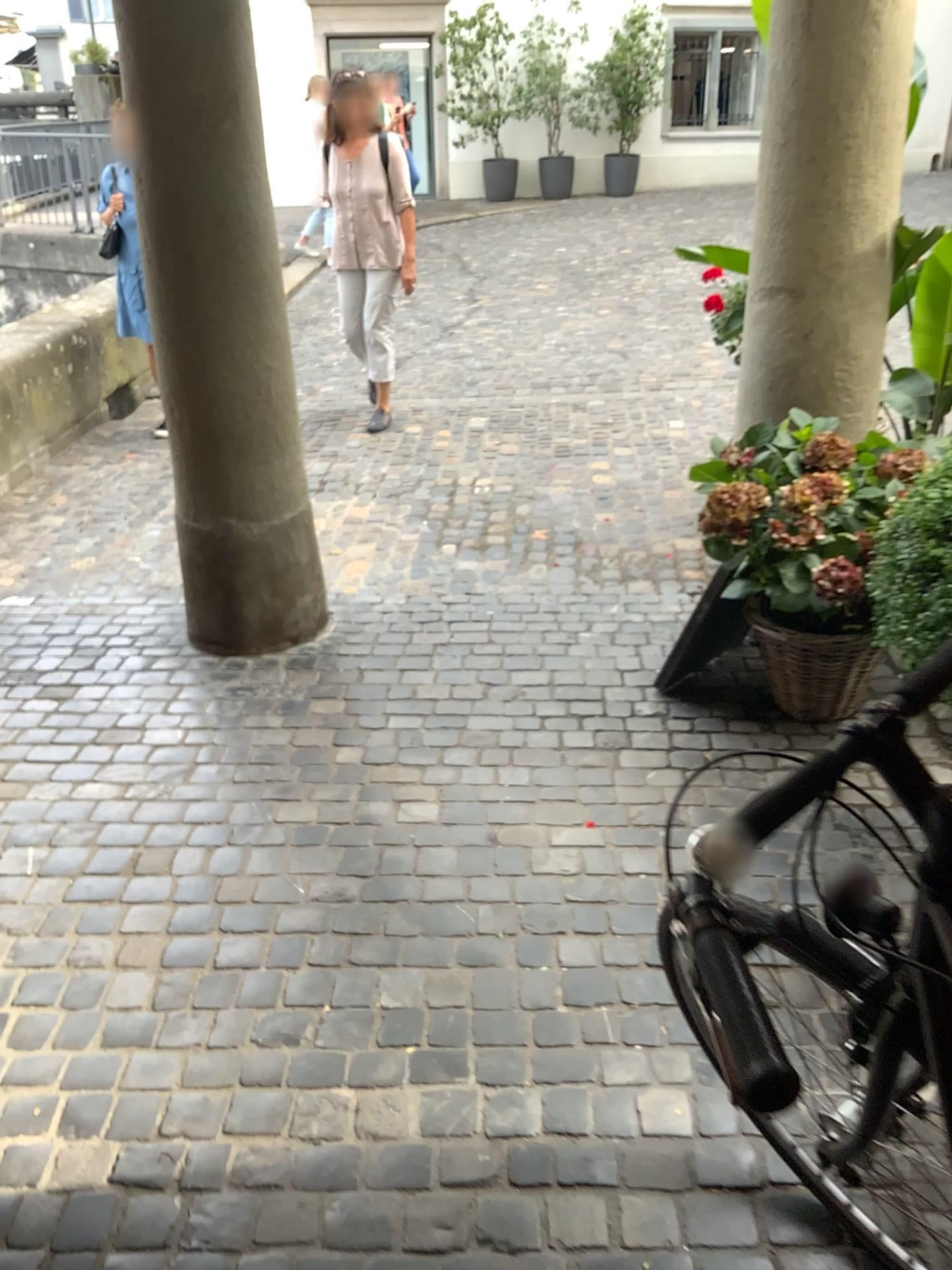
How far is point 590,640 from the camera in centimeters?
331cm

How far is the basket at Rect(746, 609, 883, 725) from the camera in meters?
2.7 m

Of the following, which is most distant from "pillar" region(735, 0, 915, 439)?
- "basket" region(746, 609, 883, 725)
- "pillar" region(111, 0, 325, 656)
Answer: "pillar" region(111, 0, 325, 656)

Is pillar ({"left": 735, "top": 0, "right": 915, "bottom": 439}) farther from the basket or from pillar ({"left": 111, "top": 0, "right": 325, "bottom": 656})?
pillar ({"left": 111, "top": 0, "right": 325, "bottom": 656})

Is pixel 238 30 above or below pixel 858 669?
above

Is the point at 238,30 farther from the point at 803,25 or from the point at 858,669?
the point at 858,669

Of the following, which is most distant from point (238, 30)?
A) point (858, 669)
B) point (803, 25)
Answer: point (858, 669)

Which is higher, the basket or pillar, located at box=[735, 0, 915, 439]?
pillar, located at box=[735, 0, 915, 439]
